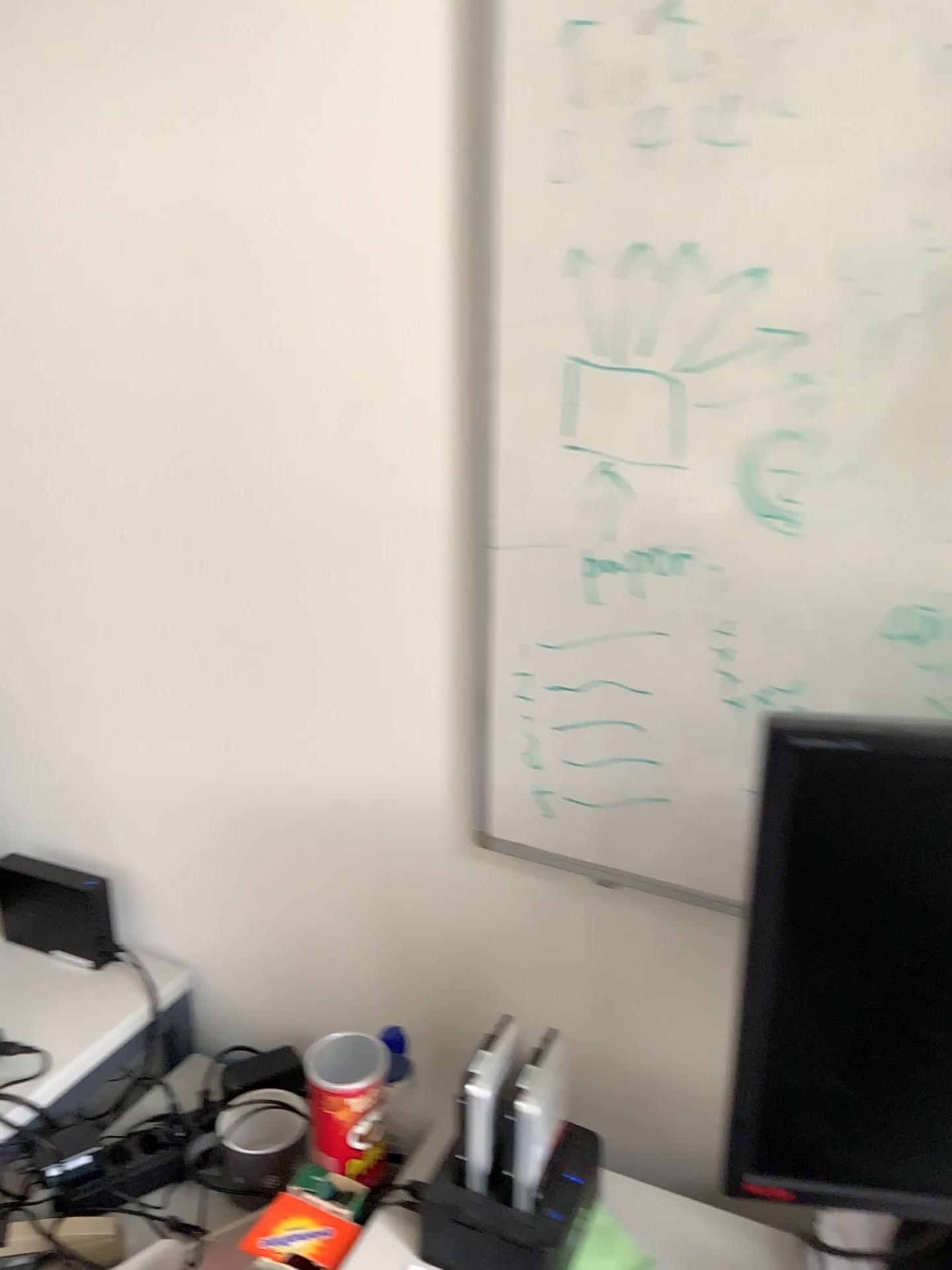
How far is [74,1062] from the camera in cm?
121

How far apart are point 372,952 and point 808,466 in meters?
0.8 m

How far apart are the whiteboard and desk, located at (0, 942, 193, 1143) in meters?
0.6

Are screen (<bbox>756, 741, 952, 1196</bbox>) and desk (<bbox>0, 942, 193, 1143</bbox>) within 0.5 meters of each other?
no

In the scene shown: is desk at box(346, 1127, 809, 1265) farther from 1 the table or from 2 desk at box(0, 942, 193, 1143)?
2 desk at box(0, 942, 193, 1143)

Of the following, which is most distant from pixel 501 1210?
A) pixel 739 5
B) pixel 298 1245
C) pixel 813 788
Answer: pixel 739 5

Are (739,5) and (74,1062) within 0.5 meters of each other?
no

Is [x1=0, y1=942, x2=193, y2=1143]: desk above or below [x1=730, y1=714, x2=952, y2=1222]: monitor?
below

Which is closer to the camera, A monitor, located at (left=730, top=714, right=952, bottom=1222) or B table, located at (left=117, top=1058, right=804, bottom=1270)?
A monitor, located at (left=730, top=714, right=952, bottom=1222)

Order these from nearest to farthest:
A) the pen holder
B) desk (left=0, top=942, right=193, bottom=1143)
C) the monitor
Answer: the monitor
the pen holder
desk (left=0, top=942, right=193, bottom=1143)
